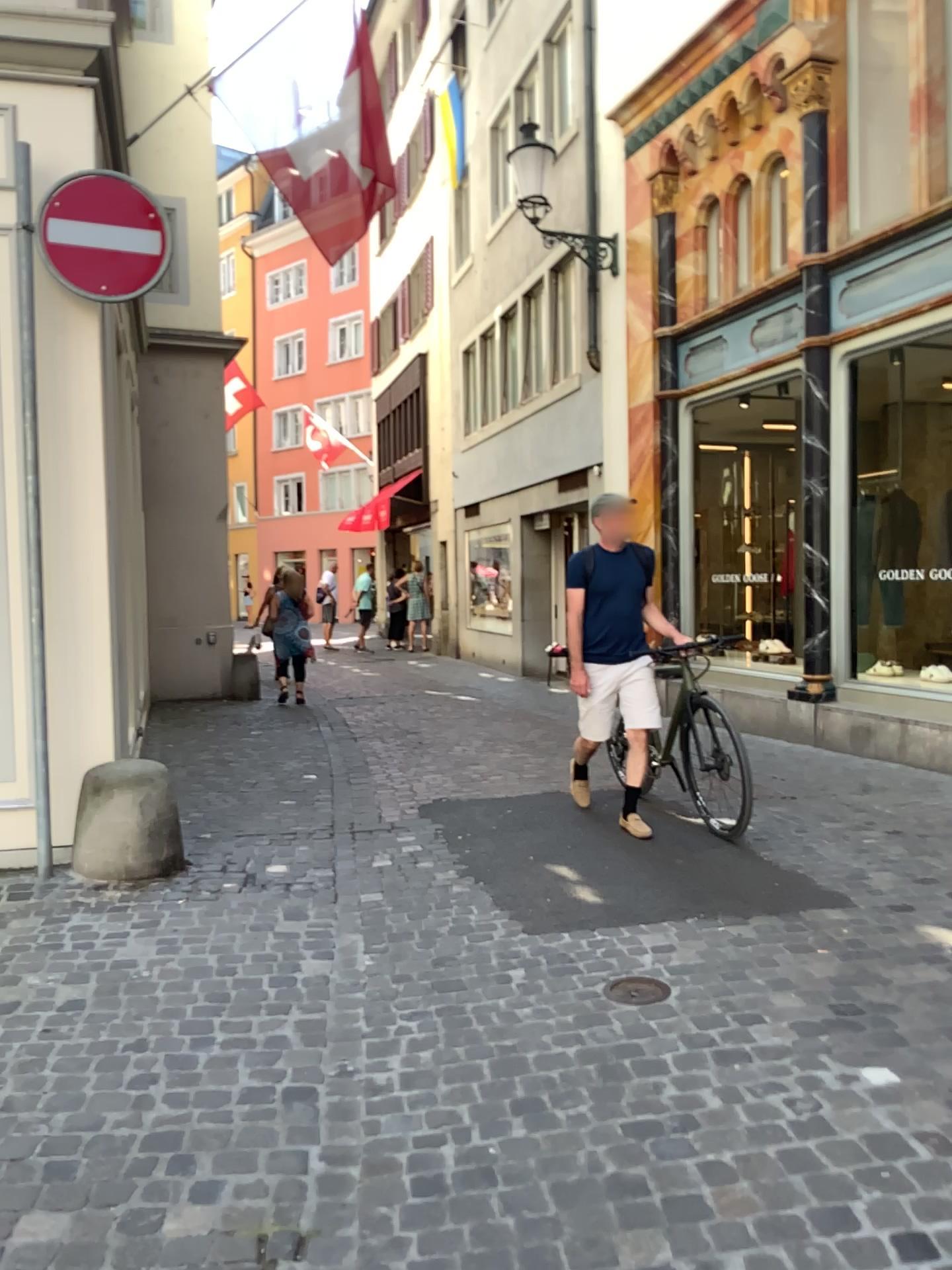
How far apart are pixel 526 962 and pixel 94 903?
1.8m
